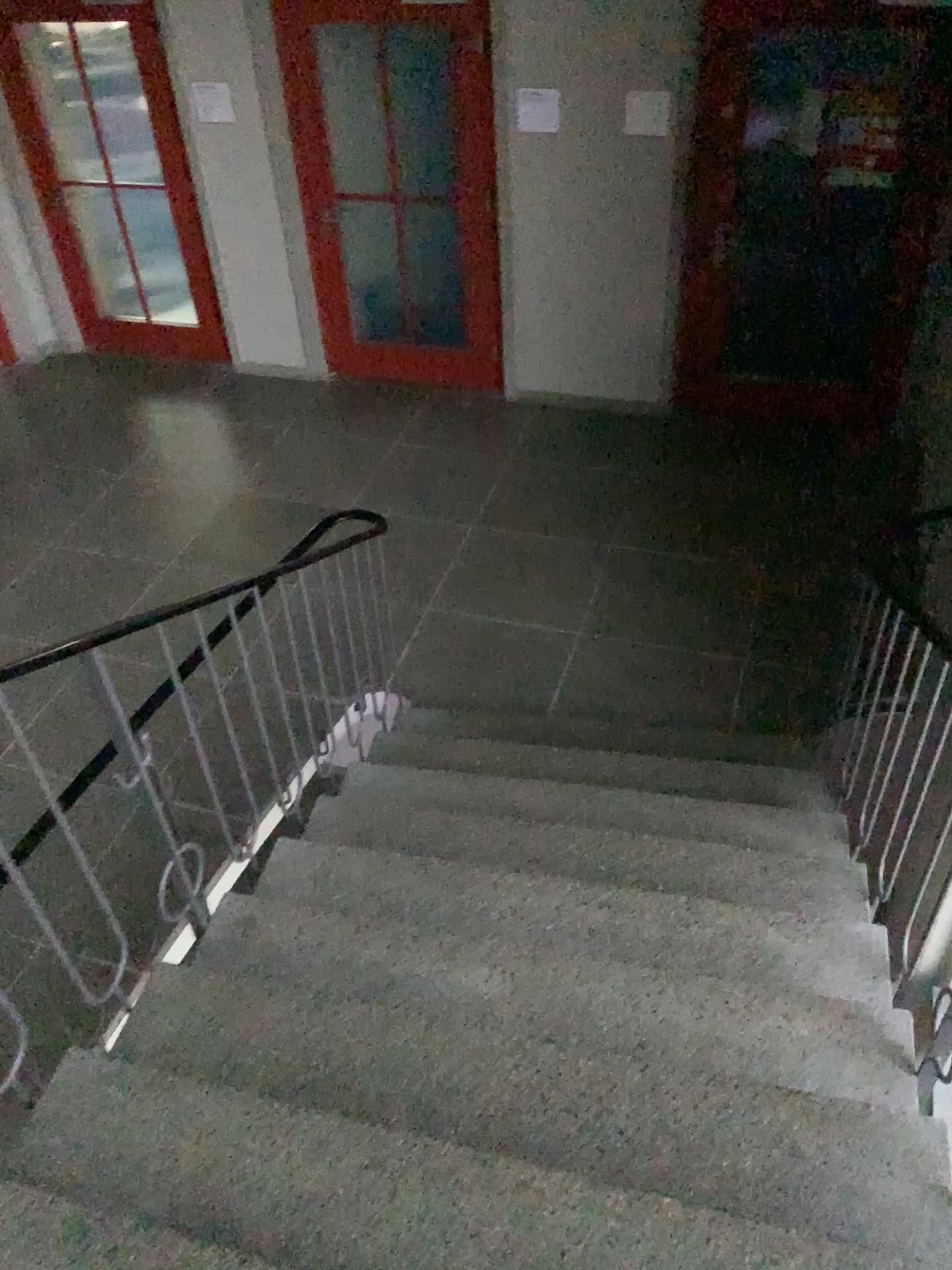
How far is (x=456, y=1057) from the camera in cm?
211
